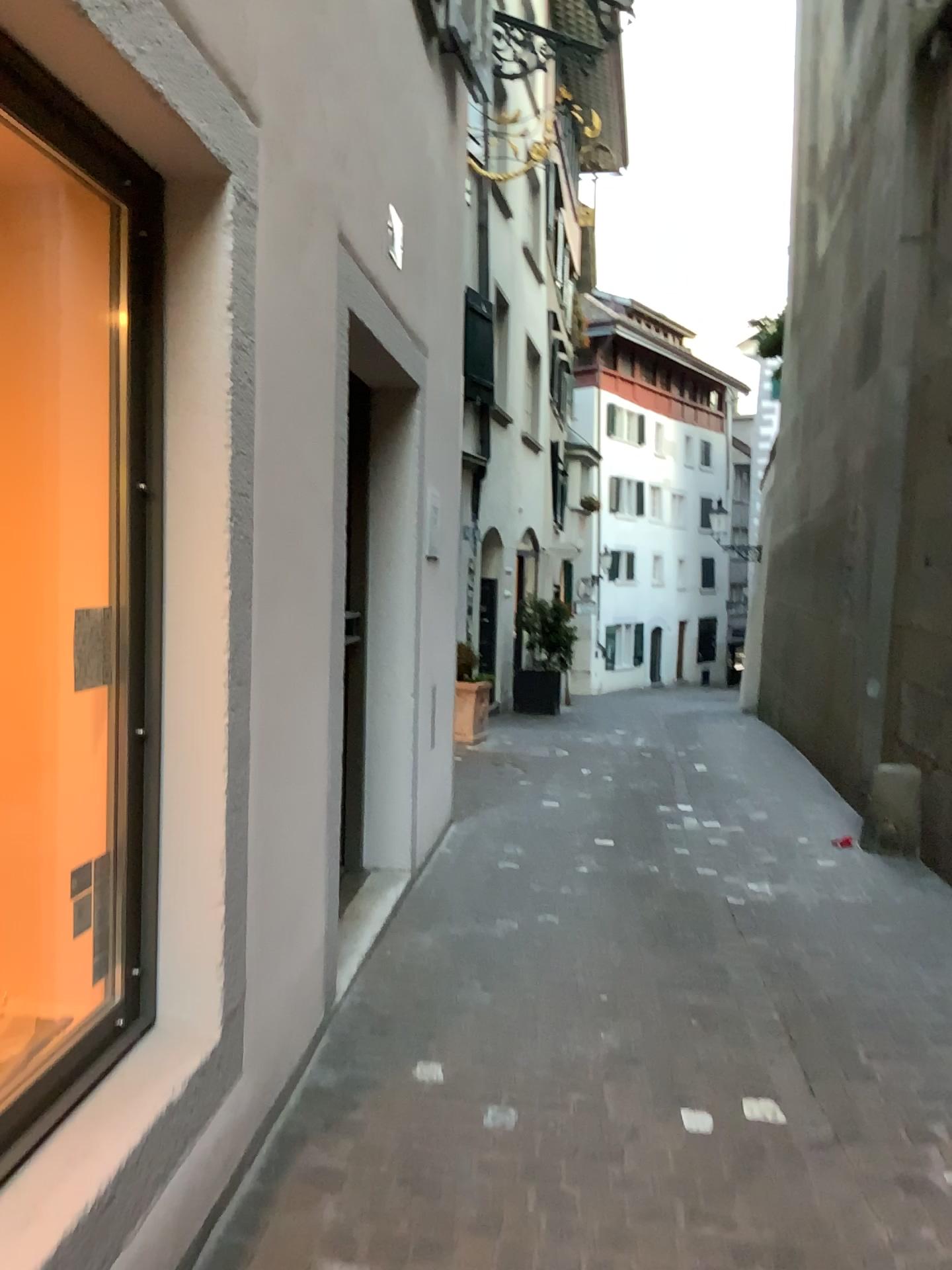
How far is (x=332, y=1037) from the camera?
2.93m

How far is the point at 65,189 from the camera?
2.1 meters

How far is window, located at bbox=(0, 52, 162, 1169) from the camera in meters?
2.1 m
